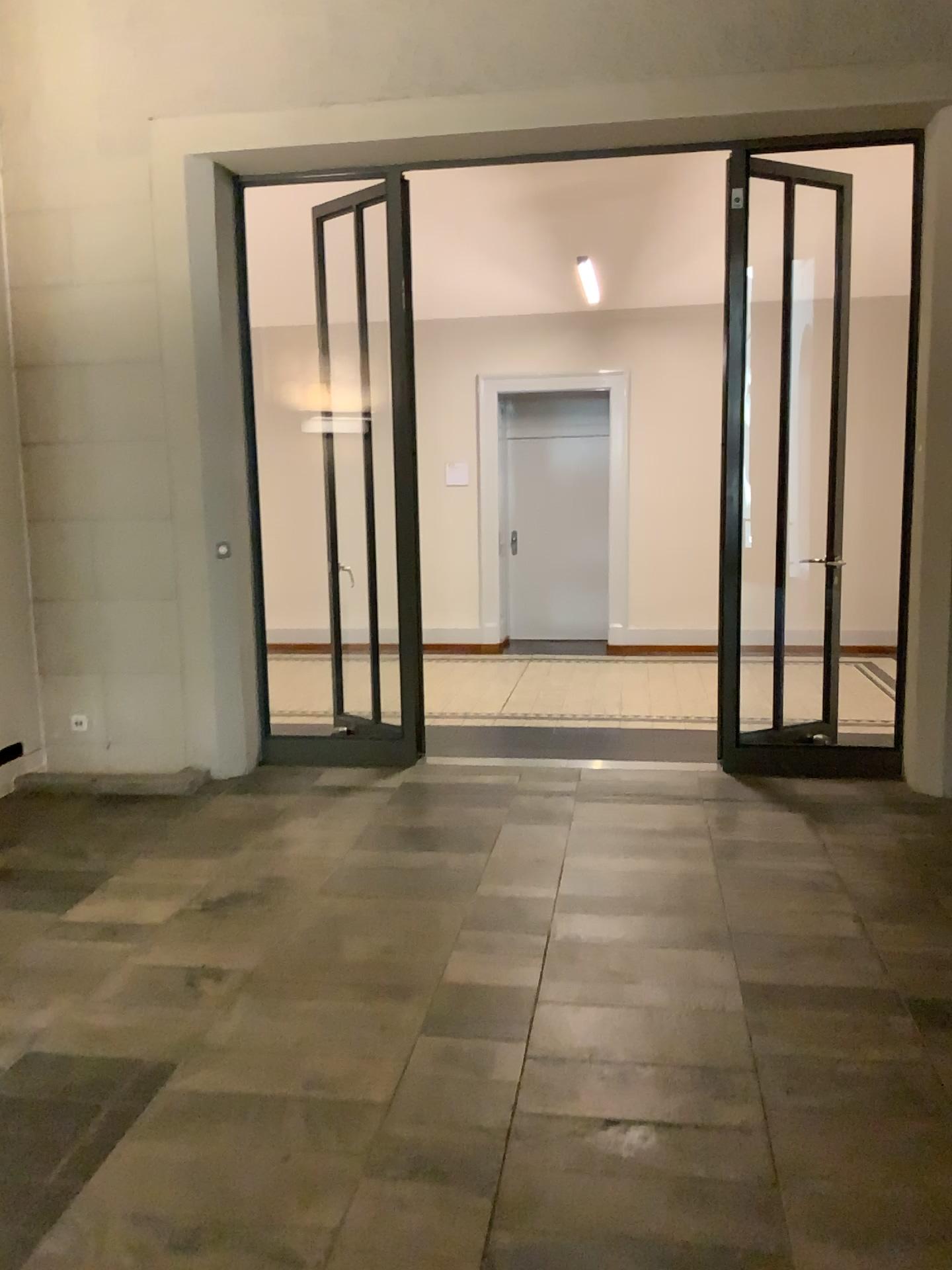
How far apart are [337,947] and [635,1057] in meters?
1.1 m
